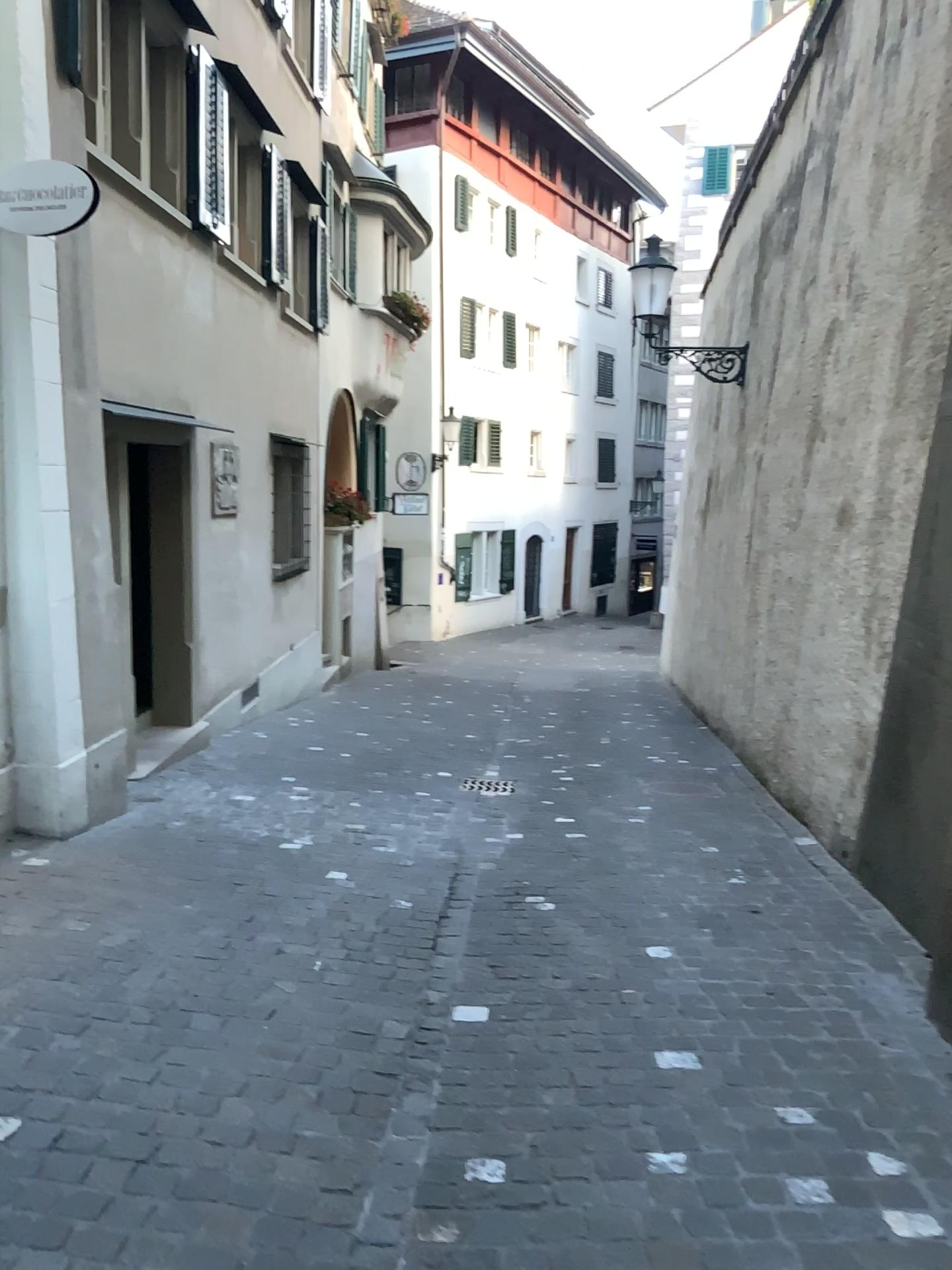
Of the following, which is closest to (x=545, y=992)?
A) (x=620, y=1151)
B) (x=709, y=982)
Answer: (x=709, y=982)
